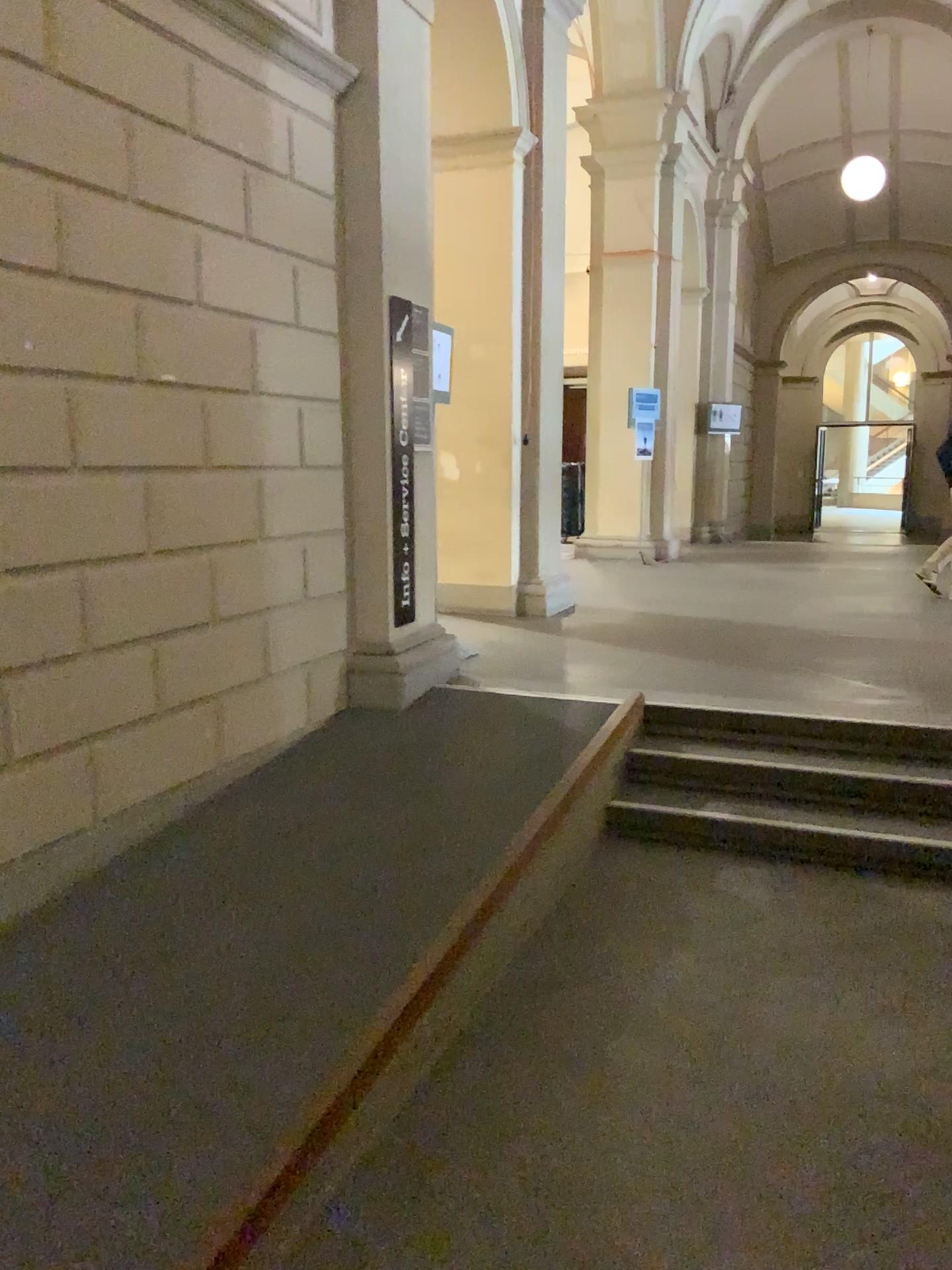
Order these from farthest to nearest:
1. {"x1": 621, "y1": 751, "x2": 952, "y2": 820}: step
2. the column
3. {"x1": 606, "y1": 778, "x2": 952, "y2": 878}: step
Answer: the column
{"x1": 621, "y1": 751, "x2": 952, "y2": 820}: step
{"x1": 606, "y1": 778, "x2": 952, "y2": 878}: step

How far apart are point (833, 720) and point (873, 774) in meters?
0.3 m

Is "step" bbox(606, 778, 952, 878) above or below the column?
below

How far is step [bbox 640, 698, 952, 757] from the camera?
4.53m

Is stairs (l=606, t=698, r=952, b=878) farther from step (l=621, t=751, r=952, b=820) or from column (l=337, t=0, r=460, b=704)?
column (l=337, t=0, r=460, b=704)

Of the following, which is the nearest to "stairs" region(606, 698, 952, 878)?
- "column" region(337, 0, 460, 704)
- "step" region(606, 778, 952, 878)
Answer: "step" region(606, 778, 952, 878)

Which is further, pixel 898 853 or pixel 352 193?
pixel 352 193

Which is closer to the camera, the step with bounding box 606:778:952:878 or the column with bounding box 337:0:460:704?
the step with bounding box 606:778:952:878

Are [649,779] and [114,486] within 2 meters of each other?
no

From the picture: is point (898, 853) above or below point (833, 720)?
below
